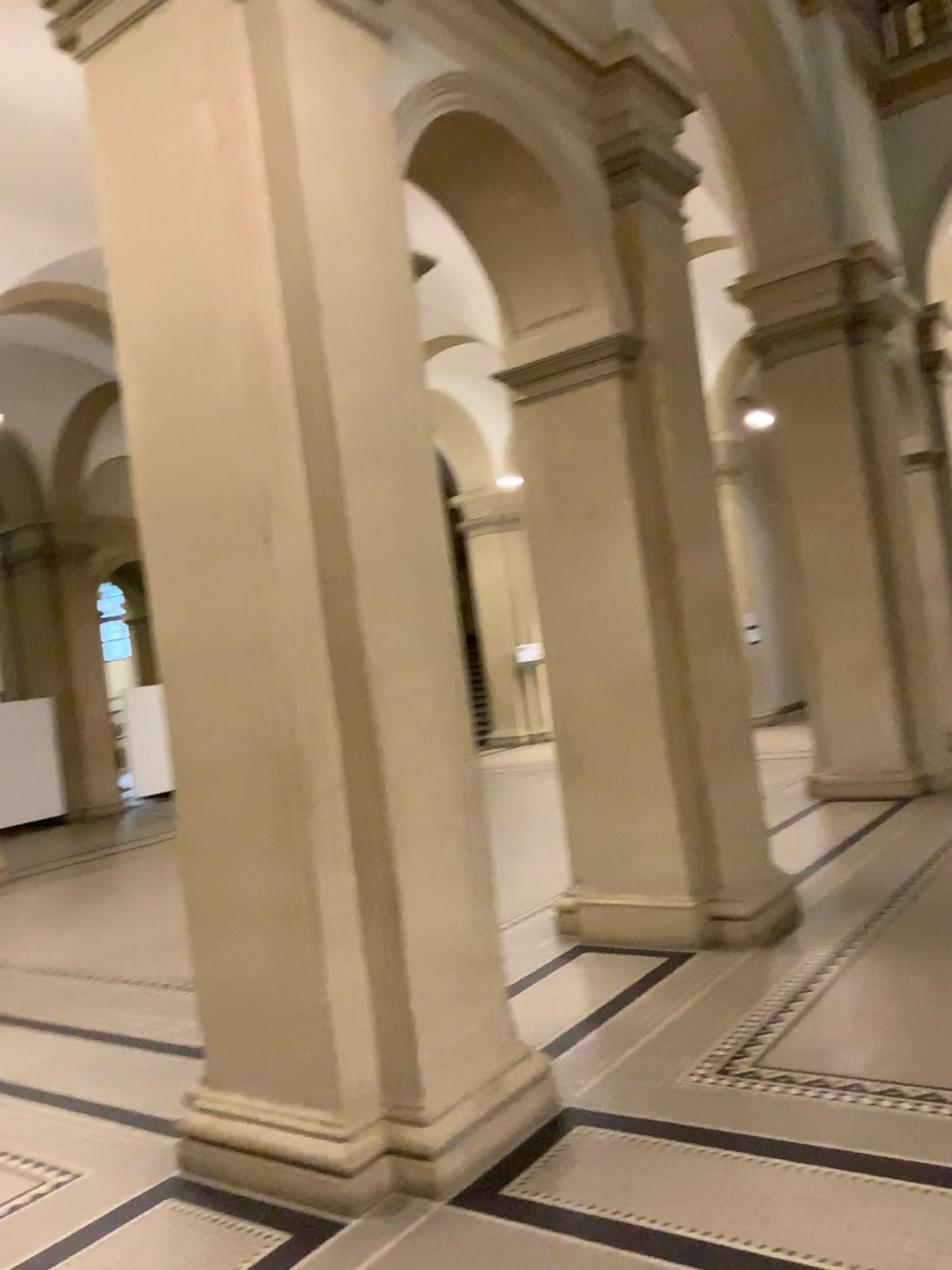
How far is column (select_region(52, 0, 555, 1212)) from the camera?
3.39m

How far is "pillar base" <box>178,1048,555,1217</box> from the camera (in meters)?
3.26

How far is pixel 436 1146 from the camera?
3.26m

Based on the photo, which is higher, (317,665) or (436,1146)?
(317,665)

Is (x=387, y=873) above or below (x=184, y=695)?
below

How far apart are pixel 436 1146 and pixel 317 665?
1.54m
